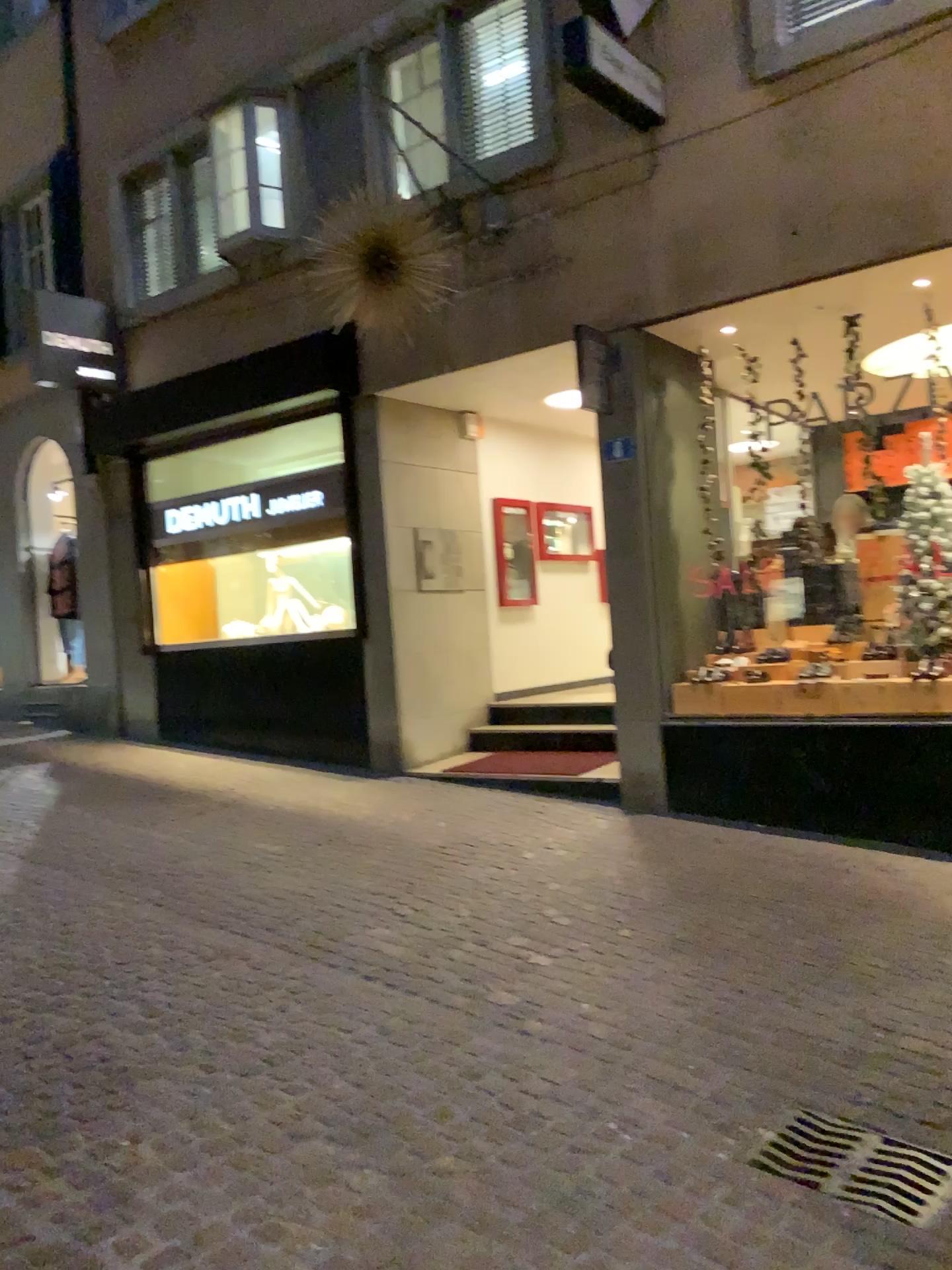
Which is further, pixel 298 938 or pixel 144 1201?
pixel 298 938

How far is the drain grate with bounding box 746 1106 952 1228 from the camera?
2.63m

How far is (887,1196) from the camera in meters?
2.6
